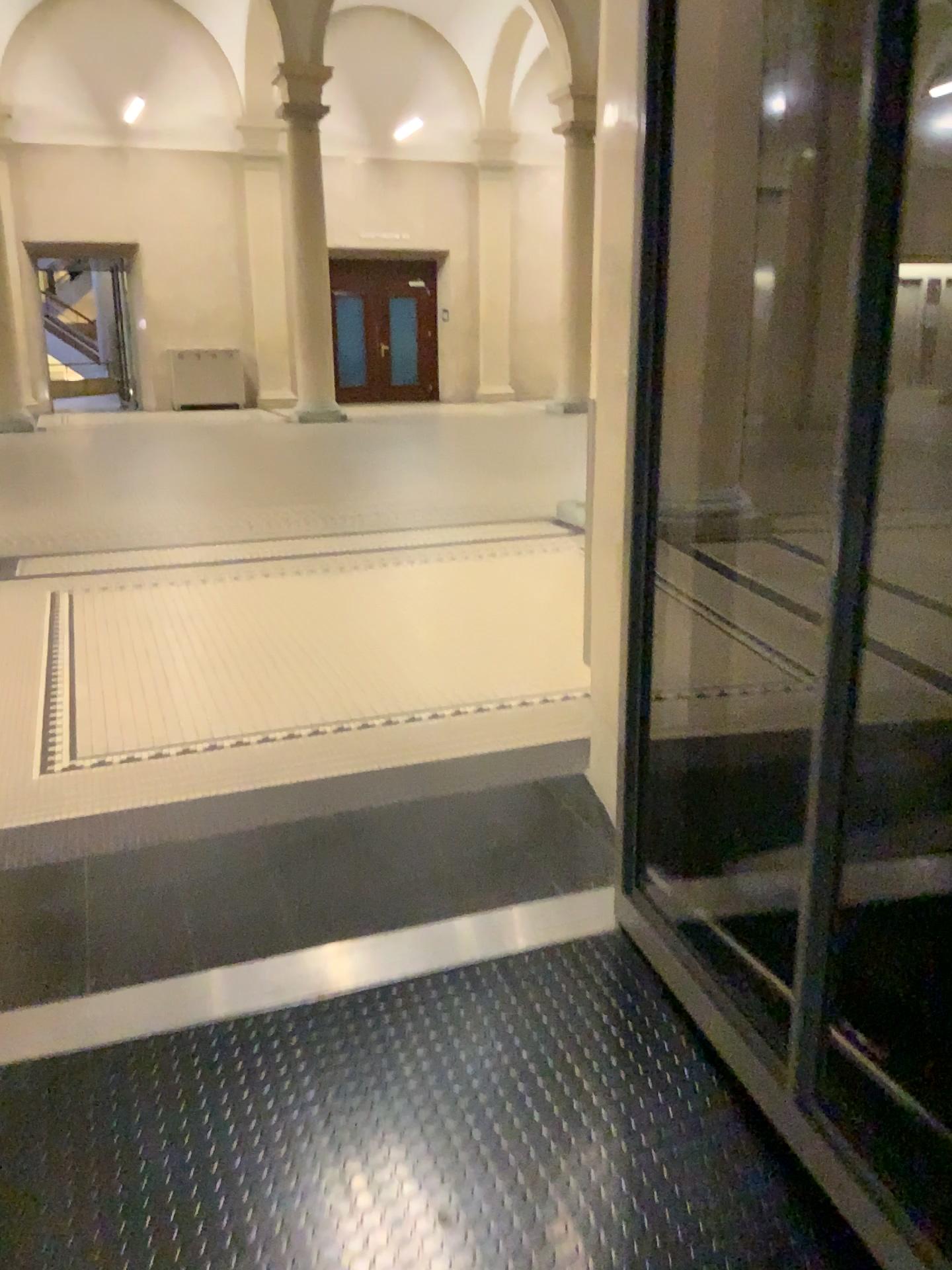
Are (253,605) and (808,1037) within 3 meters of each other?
no
